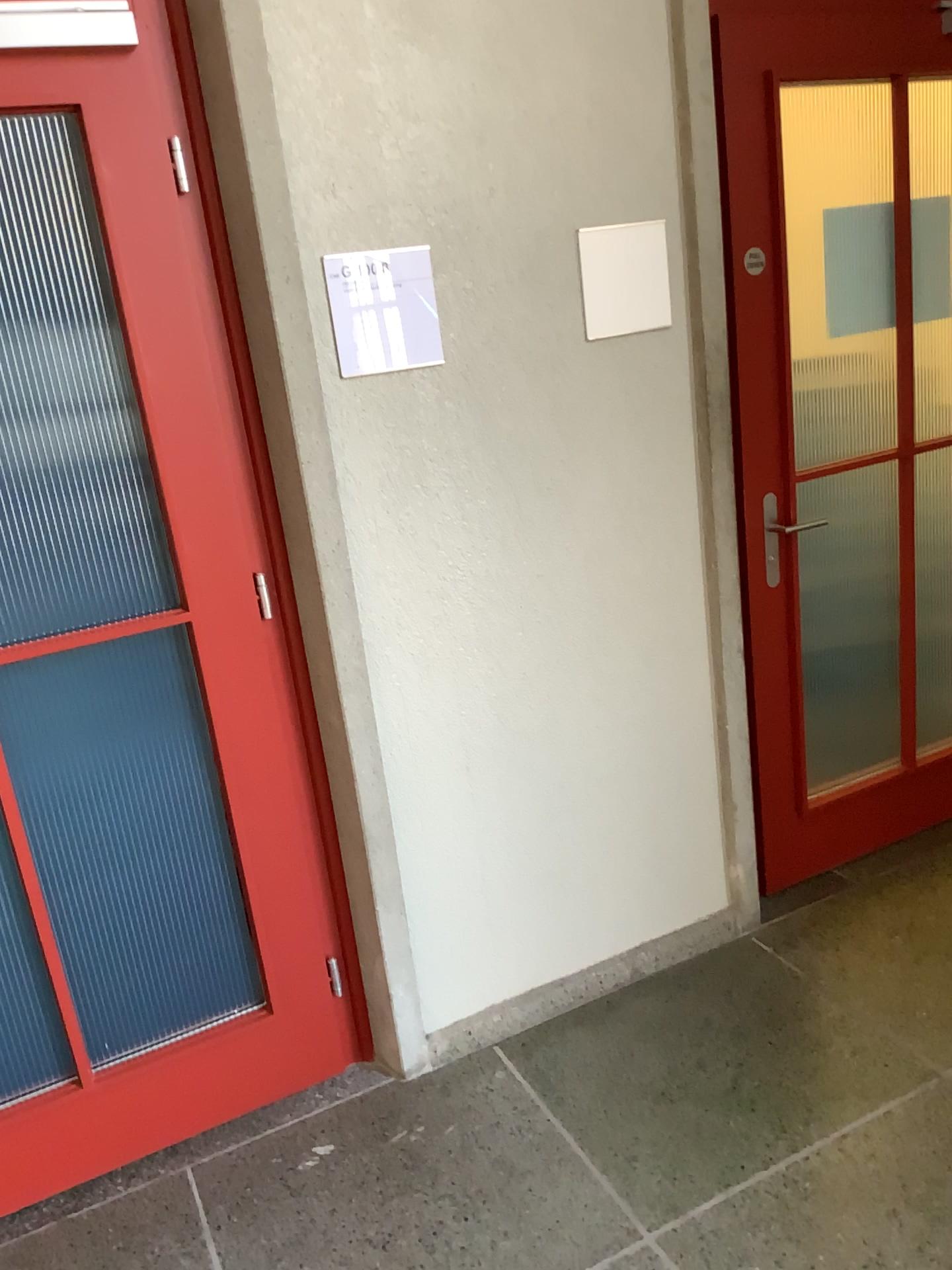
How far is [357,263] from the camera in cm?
194

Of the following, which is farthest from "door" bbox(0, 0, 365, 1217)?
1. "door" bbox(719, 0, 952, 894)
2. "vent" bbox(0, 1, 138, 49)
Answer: "door" bbox(719, 0, 952, 894)

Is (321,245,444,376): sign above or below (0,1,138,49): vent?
below

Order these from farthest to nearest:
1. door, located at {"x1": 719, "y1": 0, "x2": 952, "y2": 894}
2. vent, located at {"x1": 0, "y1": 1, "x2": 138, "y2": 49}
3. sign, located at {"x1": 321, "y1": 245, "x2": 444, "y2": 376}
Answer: door, located at {"x1": 719, "y1": 0, "x2": 952, "y2": 894}, sign, located at {"x1": 321, "y1": 245, "x2": 444, "y2": 376}, vent, located at {"x1": 0, "y1": 1, "x2": 138, "y2": 49}

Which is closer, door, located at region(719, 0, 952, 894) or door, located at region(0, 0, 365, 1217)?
door, located at region(0, 0, 365, 1217)

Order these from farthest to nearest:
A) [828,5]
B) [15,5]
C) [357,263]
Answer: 1. [828,5]
2. [357,263]
3. [15,5]

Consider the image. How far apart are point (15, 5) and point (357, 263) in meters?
0.7

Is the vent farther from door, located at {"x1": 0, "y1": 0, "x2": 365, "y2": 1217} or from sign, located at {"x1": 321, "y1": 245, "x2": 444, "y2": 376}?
sign, located at {"x1": 321, "y1": 245, "x2": 444, "y2": 376}

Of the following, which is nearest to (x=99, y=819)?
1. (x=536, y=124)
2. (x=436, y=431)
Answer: (x=436, y=431)

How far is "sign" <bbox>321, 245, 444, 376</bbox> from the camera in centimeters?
194cm
